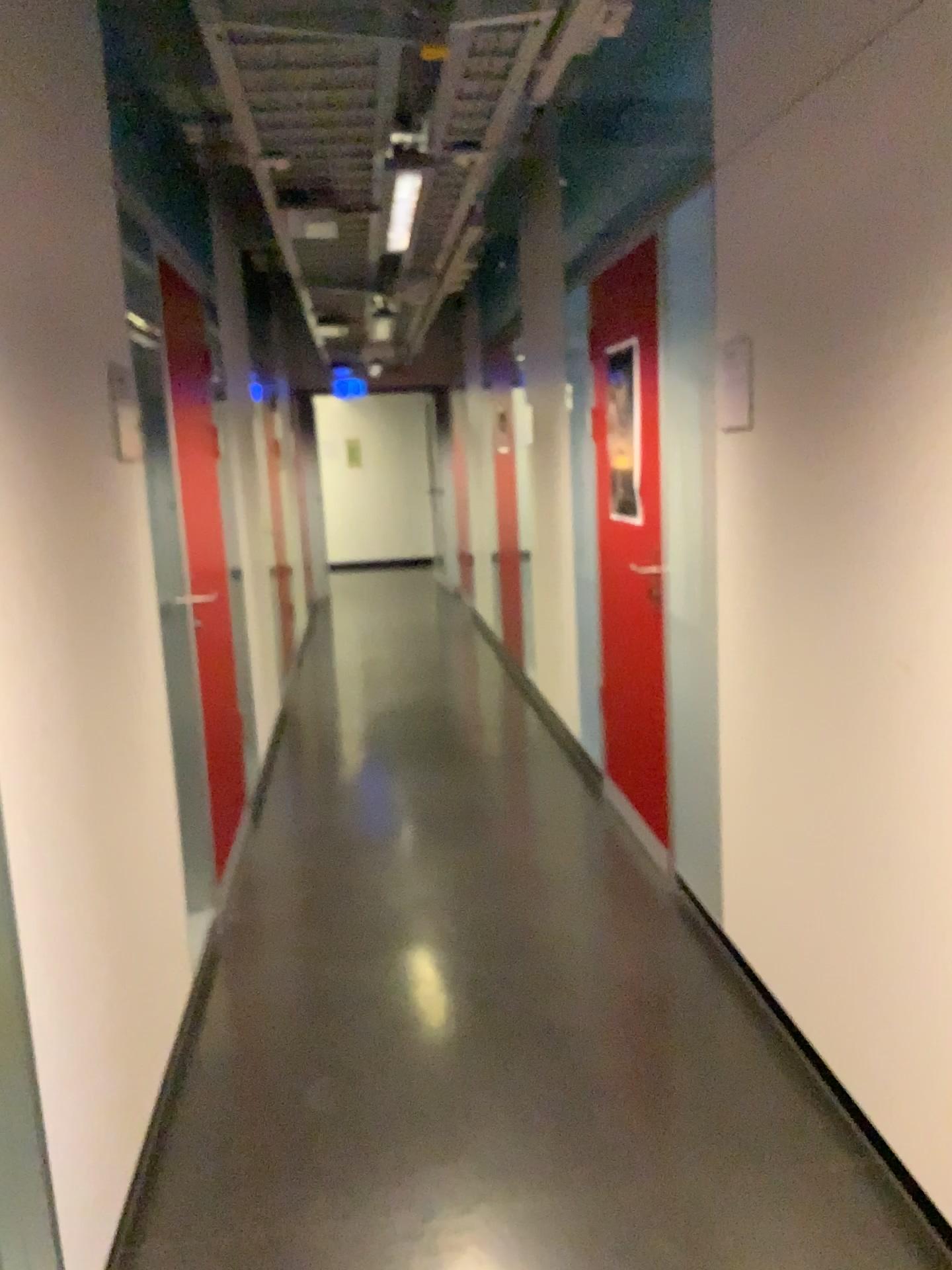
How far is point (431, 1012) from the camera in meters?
2.8 m

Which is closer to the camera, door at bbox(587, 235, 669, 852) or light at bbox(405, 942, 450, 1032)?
light at bbox(405, 942, 450, 1032)

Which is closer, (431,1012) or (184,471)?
(431,1012)

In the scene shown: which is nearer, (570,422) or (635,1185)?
(635,1185)

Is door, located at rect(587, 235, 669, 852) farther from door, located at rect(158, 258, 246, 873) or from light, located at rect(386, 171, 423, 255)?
door, located at rect(158, 258, 246, 873)

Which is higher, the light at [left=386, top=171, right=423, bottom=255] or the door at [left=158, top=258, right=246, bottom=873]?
the light at [left=386, top=171, right=423, bottom=255]

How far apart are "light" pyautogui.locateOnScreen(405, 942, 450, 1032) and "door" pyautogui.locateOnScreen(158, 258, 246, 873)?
0.78m

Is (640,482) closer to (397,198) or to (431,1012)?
(397,198)

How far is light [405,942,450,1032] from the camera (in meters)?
2.85

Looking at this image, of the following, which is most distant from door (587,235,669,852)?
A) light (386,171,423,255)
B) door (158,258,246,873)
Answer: door (158,258,246,873)
